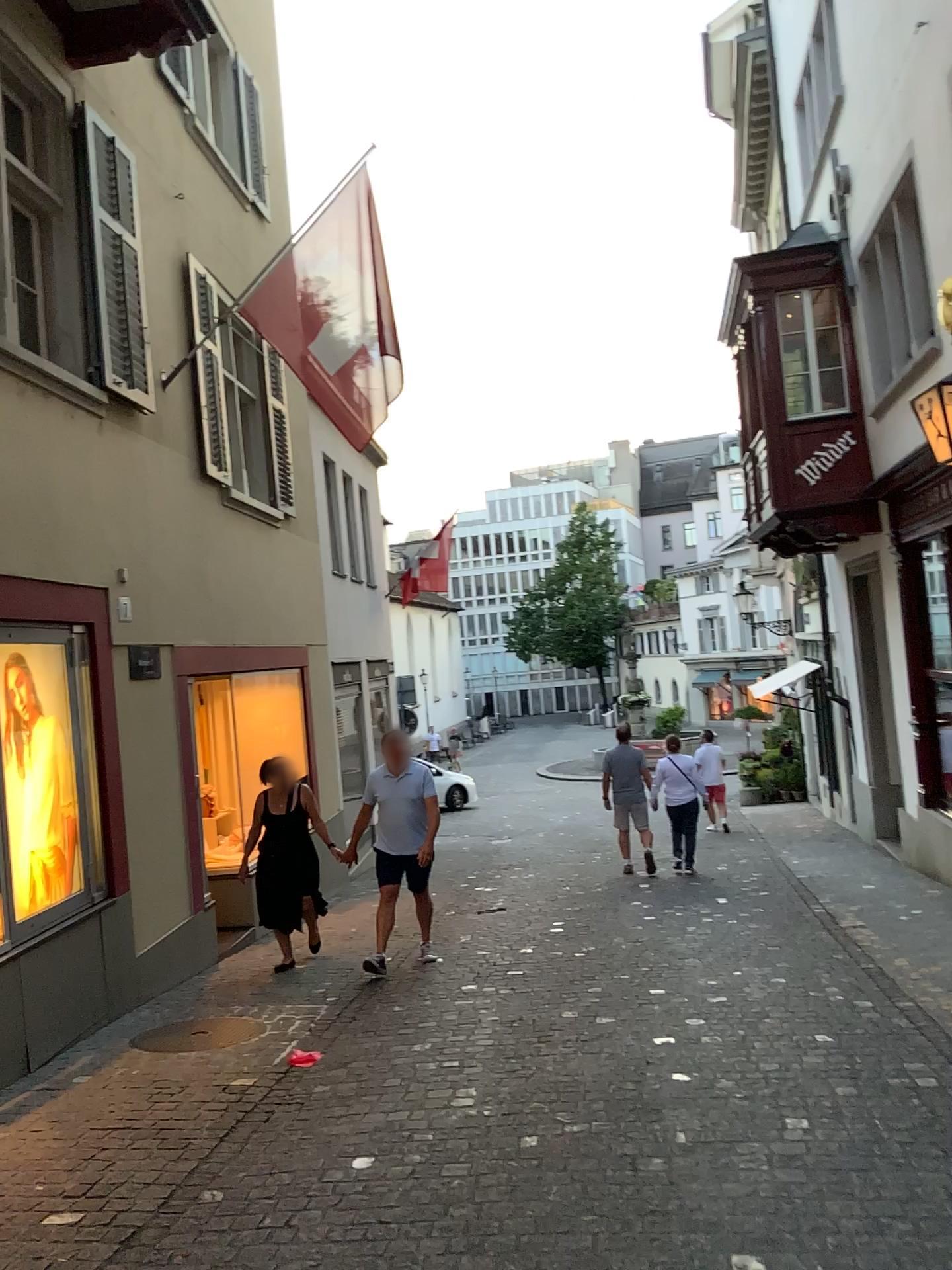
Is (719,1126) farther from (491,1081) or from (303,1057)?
(303,1057)
